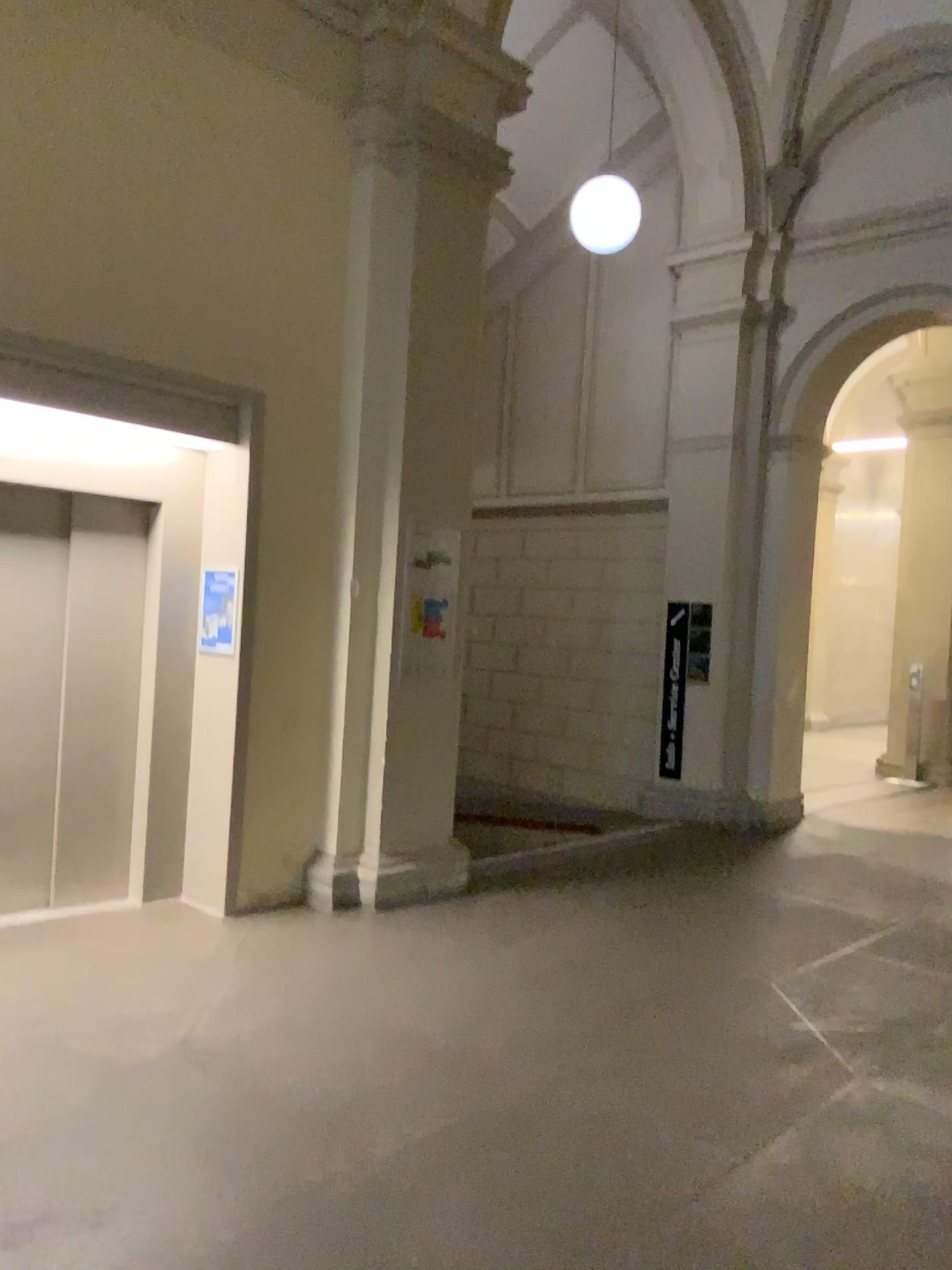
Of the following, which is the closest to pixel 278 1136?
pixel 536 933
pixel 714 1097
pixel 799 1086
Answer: pixel 714 1097
